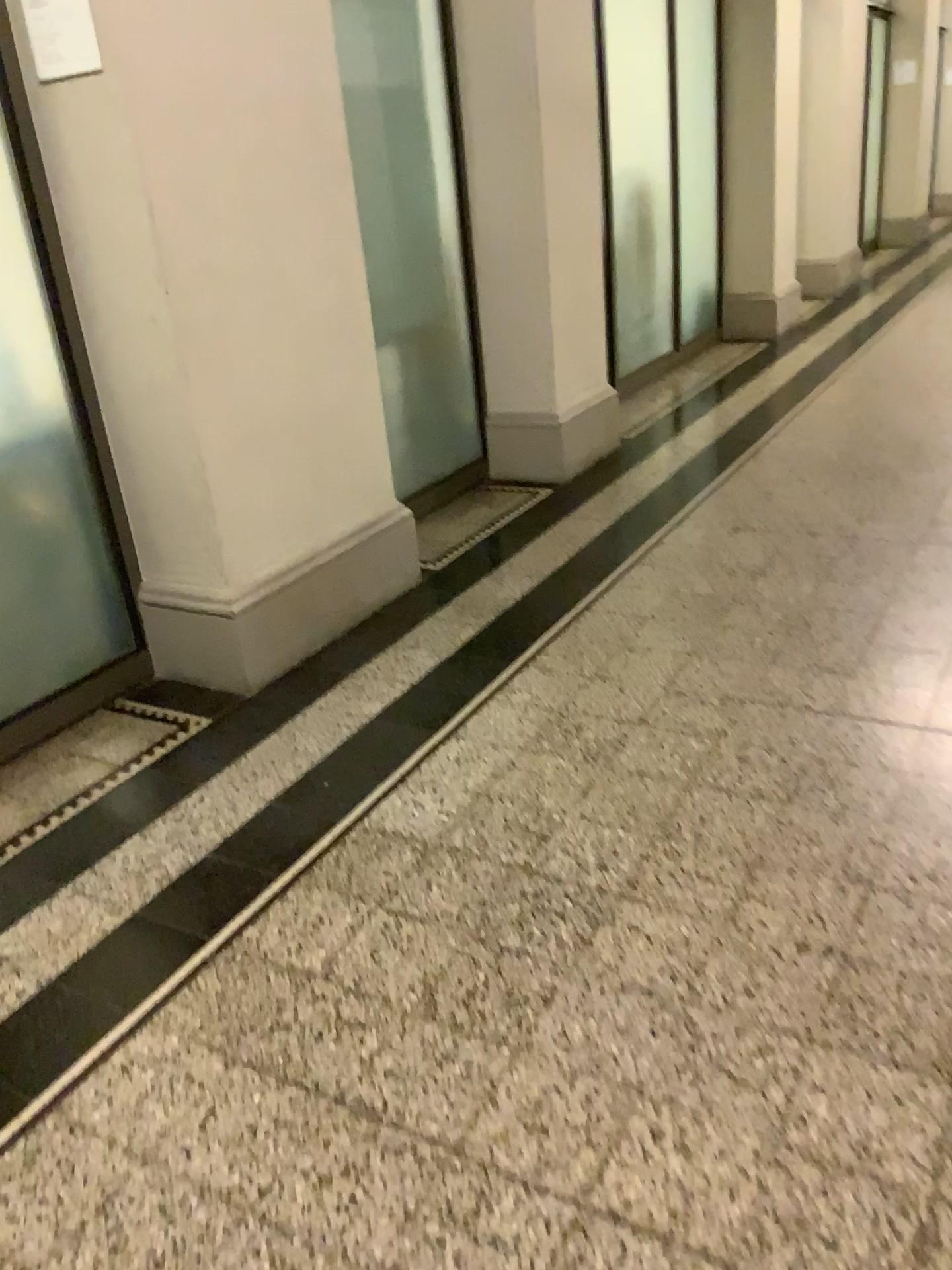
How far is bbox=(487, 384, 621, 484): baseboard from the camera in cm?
449

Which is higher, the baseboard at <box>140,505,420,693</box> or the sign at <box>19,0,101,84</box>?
the sign at <box>19,0,101,84</box>

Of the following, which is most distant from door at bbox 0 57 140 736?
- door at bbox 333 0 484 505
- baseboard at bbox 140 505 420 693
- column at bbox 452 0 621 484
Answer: column at bbox 452 0 621 484

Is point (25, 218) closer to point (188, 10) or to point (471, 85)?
point (188, 10)

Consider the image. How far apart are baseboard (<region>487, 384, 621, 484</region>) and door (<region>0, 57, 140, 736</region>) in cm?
200

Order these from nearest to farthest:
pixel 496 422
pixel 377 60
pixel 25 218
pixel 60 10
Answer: pixel 60 10 < pixel 25 218 < pixel 377 60 < pixel 496 422

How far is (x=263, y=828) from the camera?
2.2 meters

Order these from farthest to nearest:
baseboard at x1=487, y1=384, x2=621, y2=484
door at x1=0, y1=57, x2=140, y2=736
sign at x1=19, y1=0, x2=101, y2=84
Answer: baseboard at x1=487, y1=384, x2=621, y2=484 < door at x1=0, y1=57, x2=140, y2=736 < sign at x1=19, y1=0, x2=101, y2=84

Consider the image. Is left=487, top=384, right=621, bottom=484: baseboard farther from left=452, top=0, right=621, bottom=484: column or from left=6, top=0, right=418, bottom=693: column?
left=6, top=0, right=418, bottom=693: column

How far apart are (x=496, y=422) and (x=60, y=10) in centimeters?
246cm
